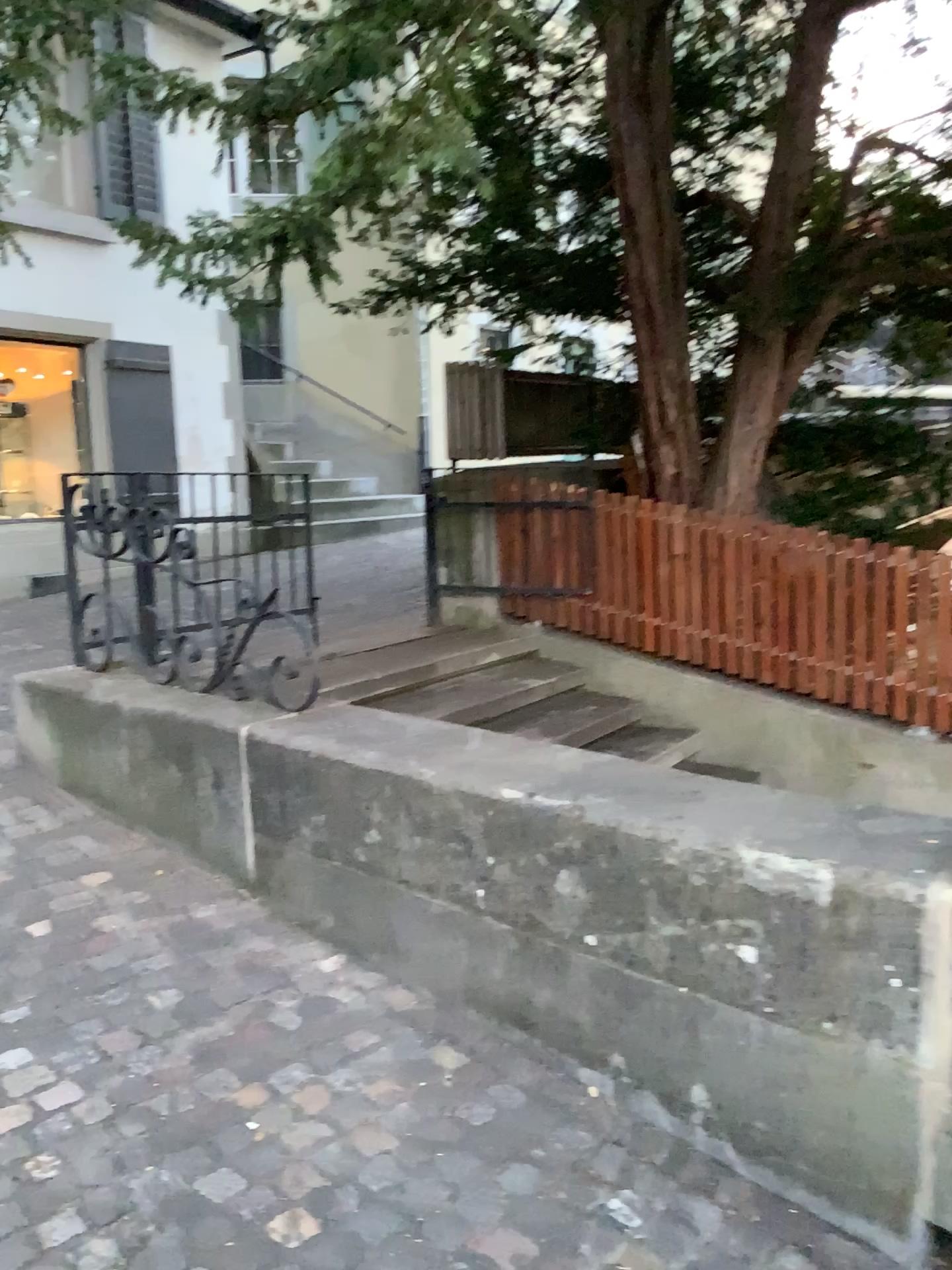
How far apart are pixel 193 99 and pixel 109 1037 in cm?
240
